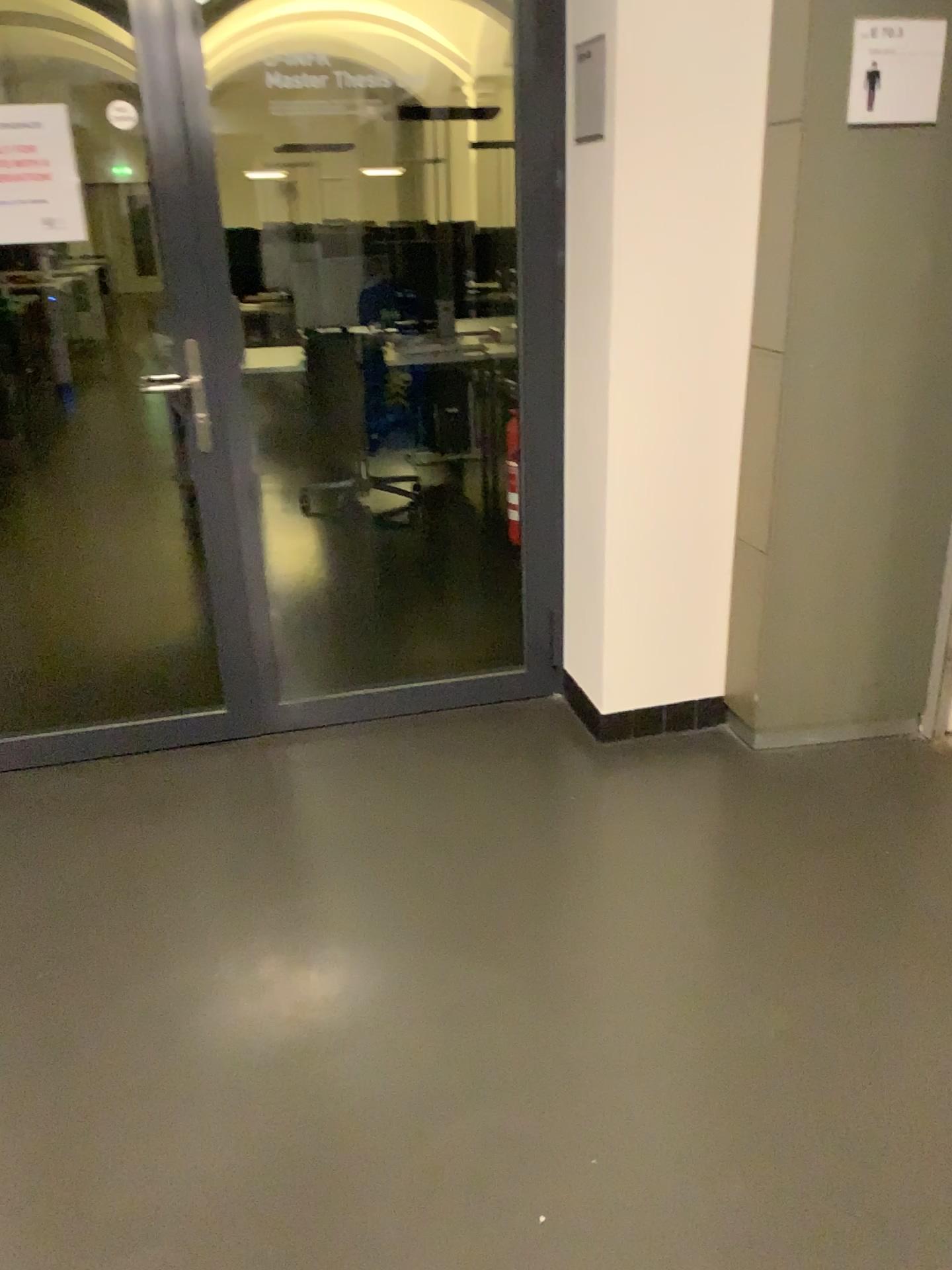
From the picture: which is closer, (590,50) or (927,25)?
(927,25)

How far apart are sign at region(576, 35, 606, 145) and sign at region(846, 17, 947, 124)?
0.6m

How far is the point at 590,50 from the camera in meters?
2.6

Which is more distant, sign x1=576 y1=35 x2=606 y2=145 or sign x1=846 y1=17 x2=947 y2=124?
sign x1=576 y1=35 x2=606 y2=145

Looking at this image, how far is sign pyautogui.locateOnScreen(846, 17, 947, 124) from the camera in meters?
2.3 m

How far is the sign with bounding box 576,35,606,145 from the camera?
2.6m

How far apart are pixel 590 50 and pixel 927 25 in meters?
0.8 m

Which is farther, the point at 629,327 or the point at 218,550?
the point at 218,550
